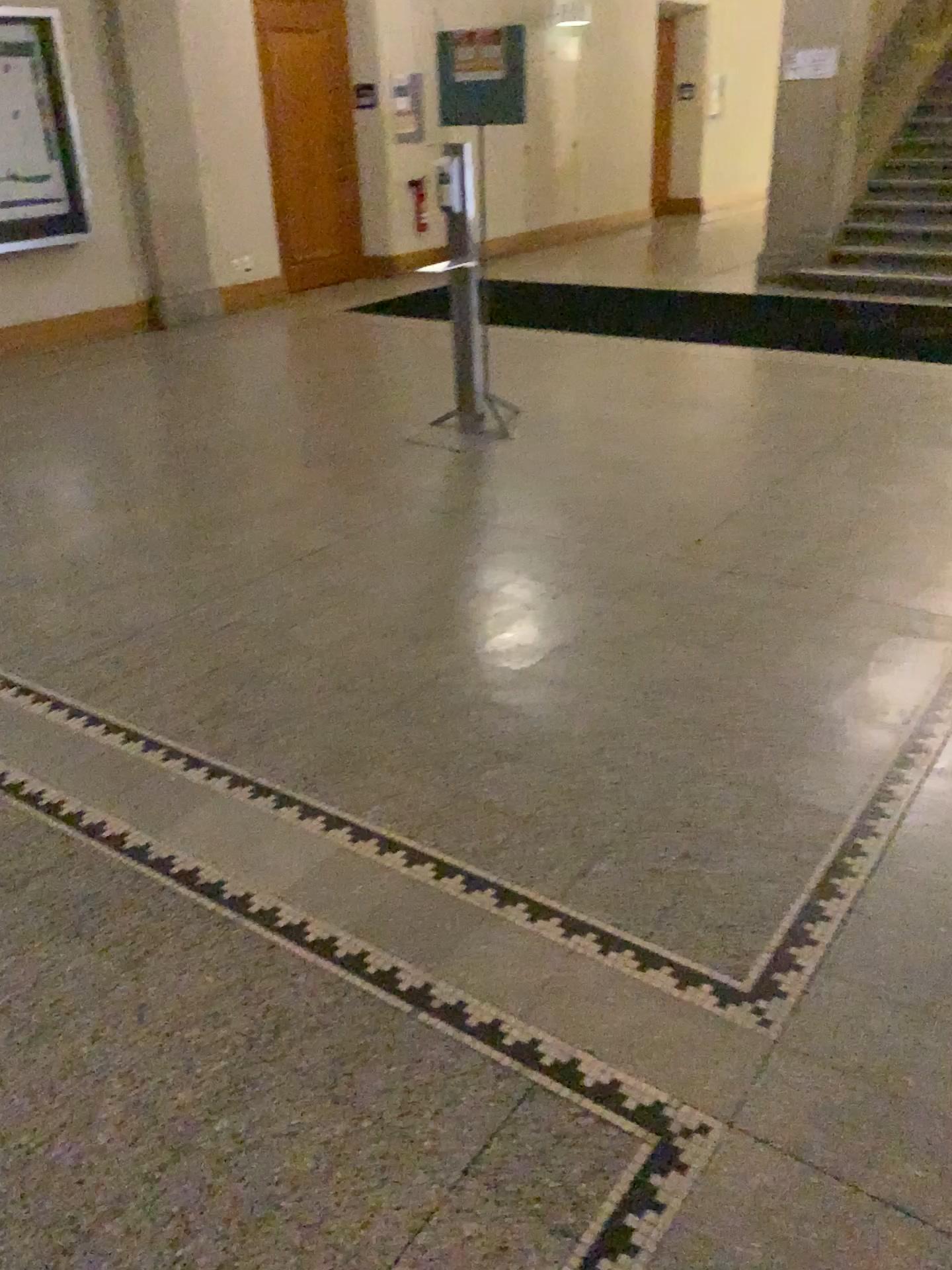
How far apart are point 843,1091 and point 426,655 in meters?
1.8 m
